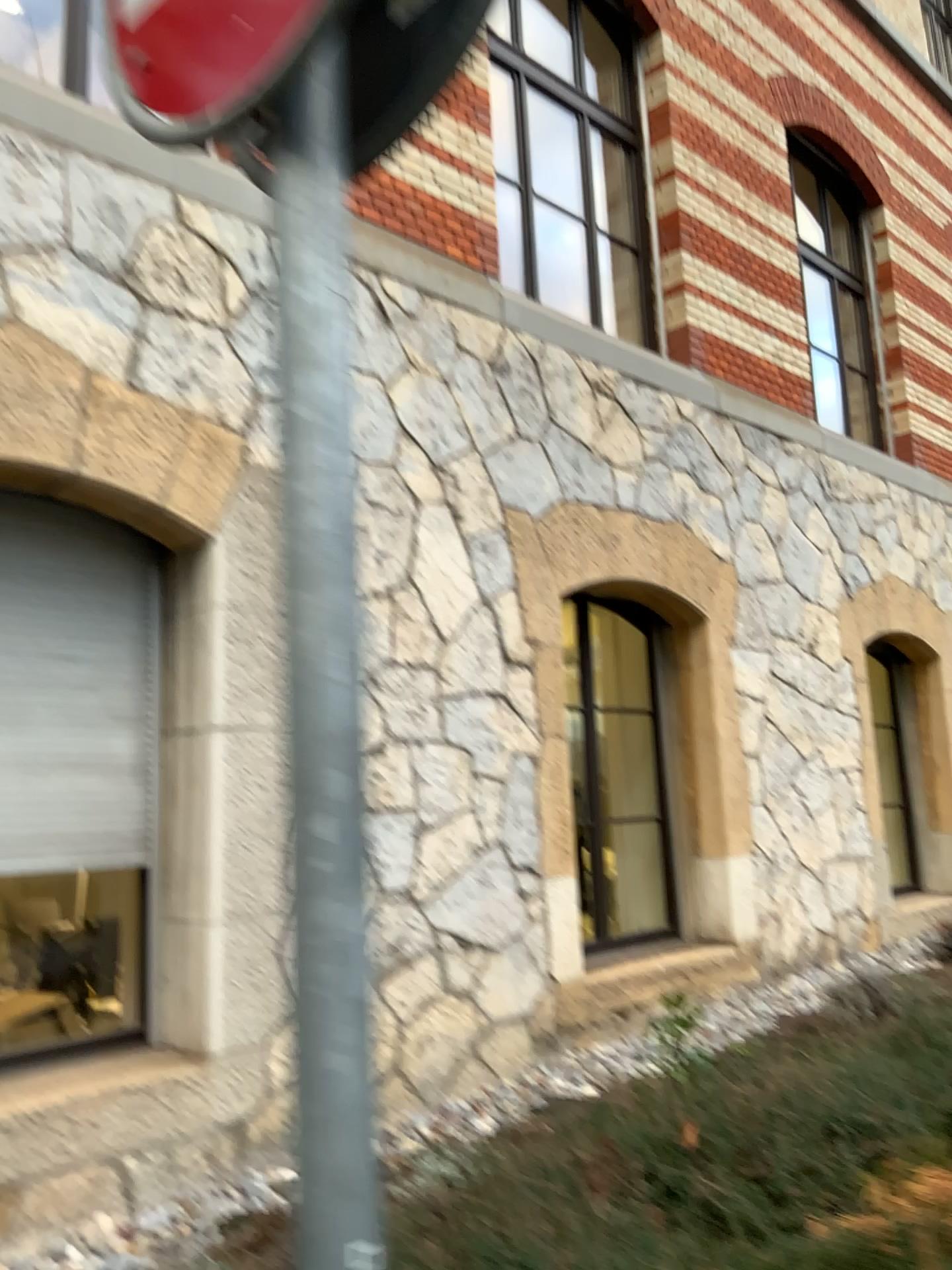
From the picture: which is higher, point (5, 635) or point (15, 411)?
point (15, 411)

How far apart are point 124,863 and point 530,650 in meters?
2.1

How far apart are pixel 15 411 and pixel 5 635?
0.8m

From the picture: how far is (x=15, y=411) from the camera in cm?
344

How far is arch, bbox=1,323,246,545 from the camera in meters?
3.4 m

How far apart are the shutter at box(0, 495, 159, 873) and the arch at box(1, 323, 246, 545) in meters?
0.3

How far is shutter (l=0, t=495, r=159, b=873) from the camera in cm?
365
